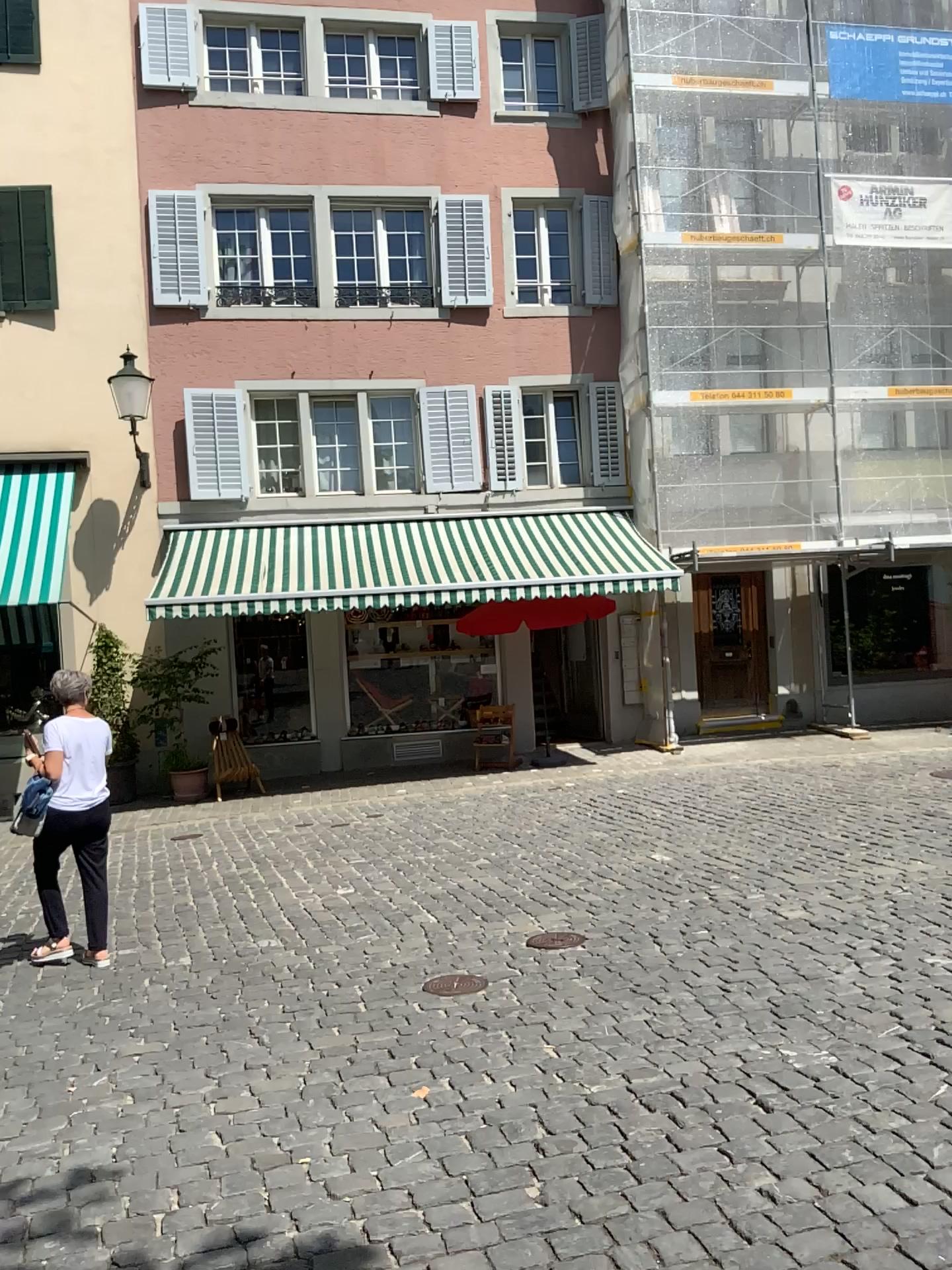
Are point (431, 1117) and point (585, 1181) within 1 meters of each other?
yes
